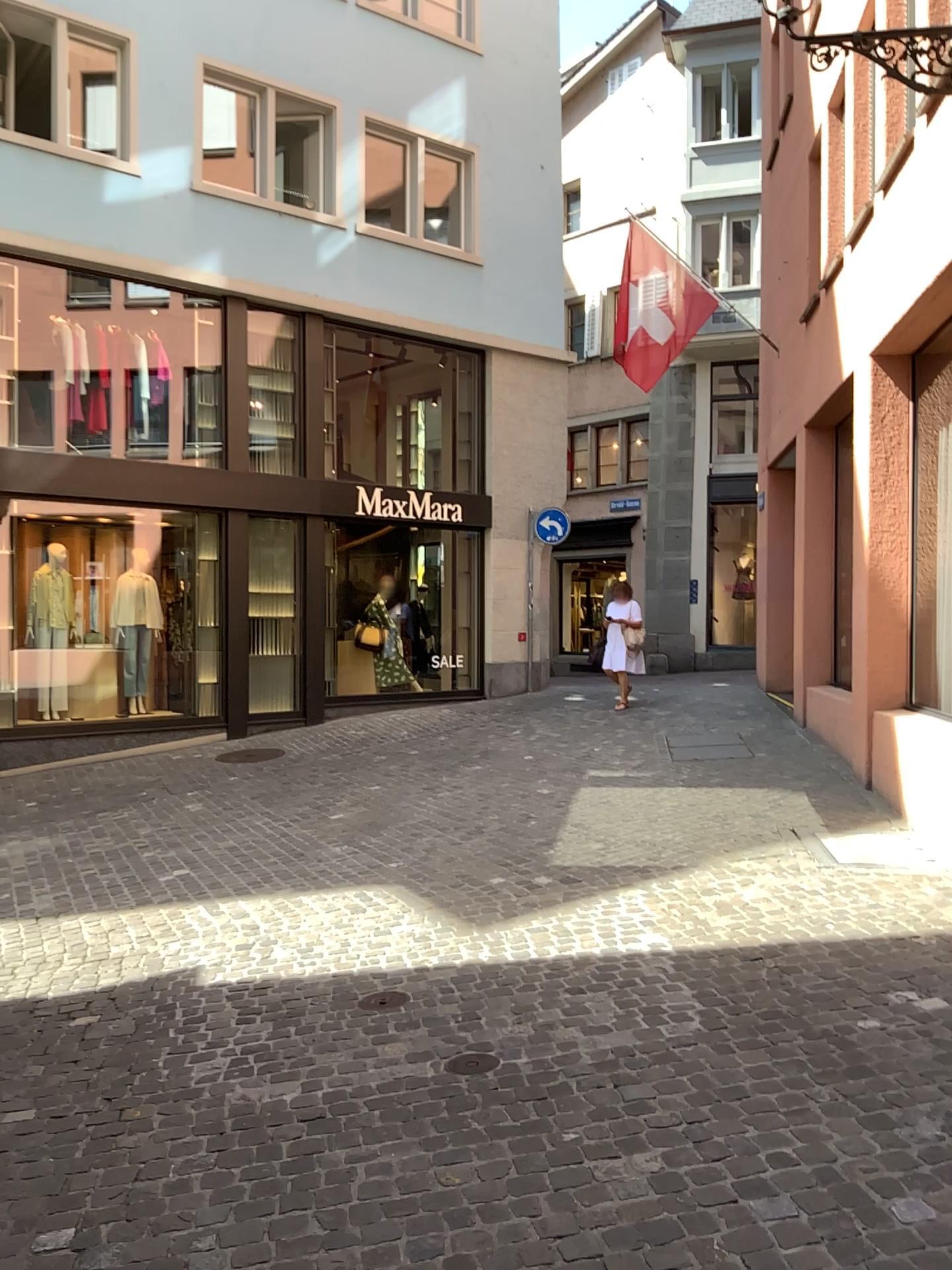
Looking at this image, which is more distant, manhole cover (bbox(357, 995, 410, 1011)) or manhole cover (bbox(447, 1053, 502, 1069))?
manhole cover (bbox(357, 995, 410, 1011))

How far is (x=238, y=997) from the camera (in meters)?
4.35

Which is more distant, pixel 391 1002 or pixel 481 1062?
pixel 391 1002
